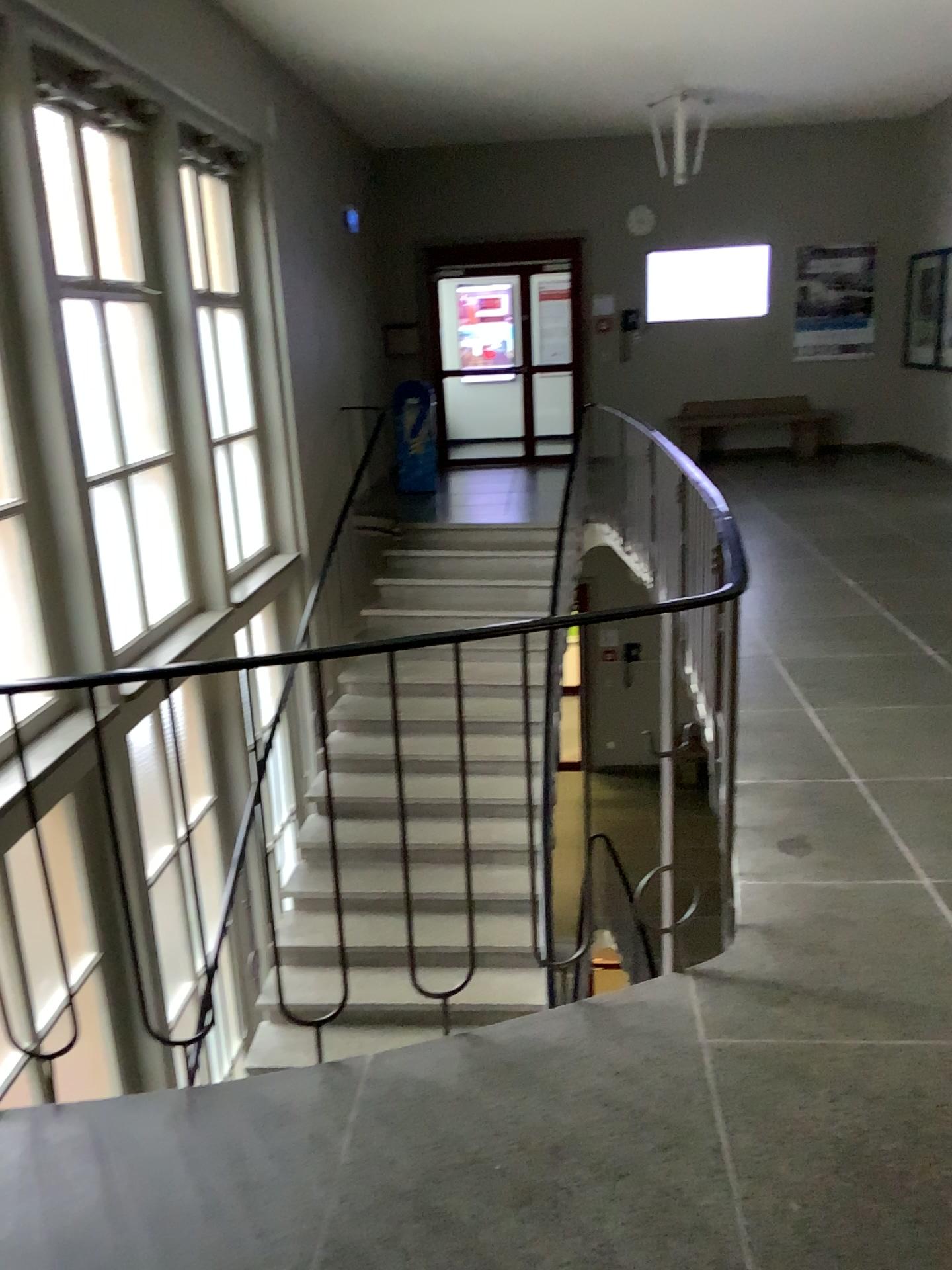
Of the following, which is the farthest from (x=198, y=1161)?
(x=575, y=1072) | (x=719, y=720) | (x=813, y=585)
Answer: (x=813, y=585)
